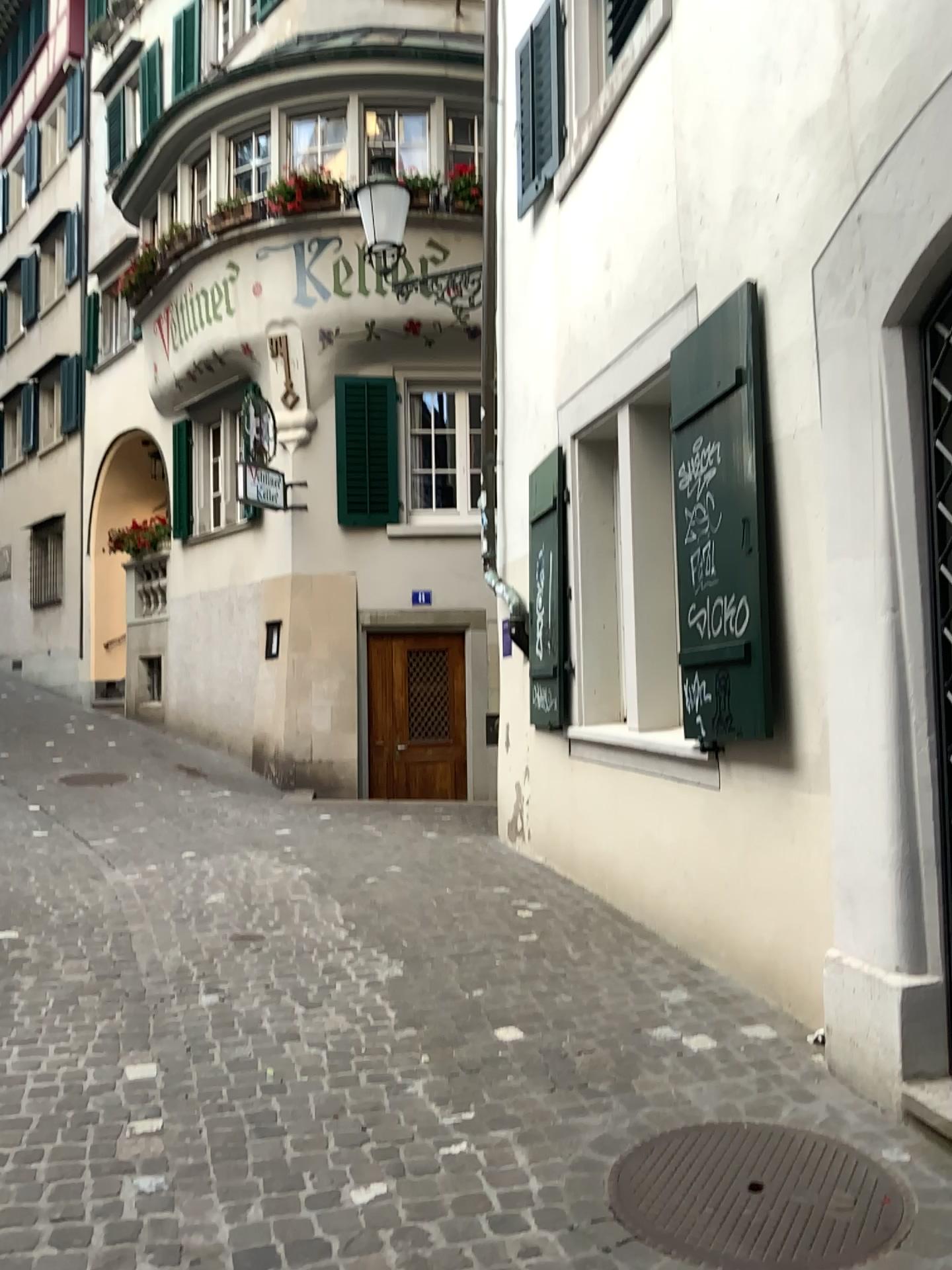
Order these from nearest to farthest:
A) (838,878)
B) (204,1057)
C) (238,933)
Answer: (838,878) → (204,1057) → (238,933)

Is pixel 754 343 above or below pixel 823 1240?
above

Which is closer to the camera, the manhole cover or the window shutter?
the manhole cover

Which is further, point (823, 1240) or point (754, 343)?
point (754, 343)

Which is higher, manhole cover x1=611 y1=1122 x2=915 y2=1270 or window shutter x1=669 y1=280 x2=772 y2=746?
window shutter x1=669 y1=280 x2=772 y2=746
